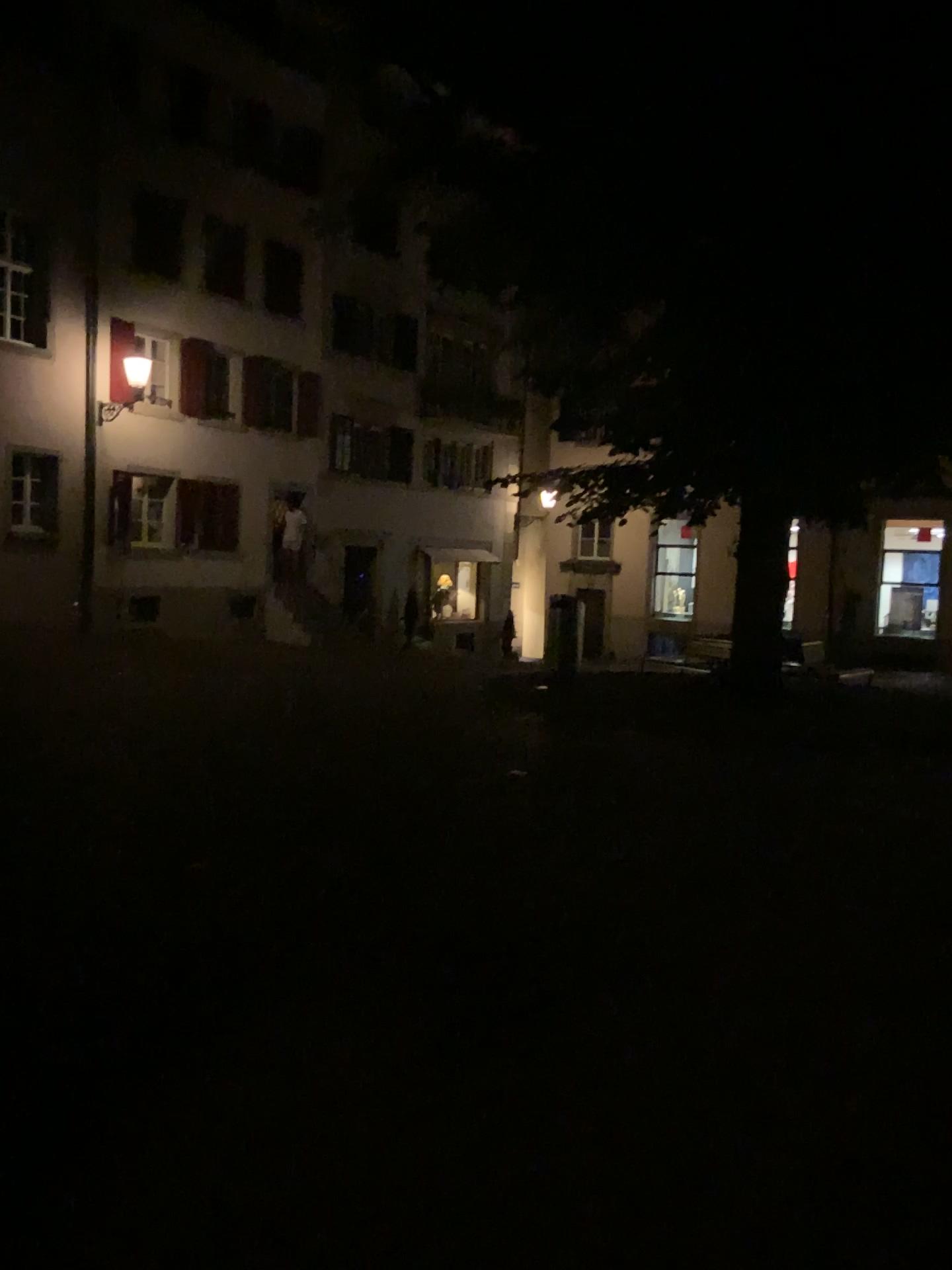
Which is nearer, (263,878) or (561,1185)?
(561,1185)
